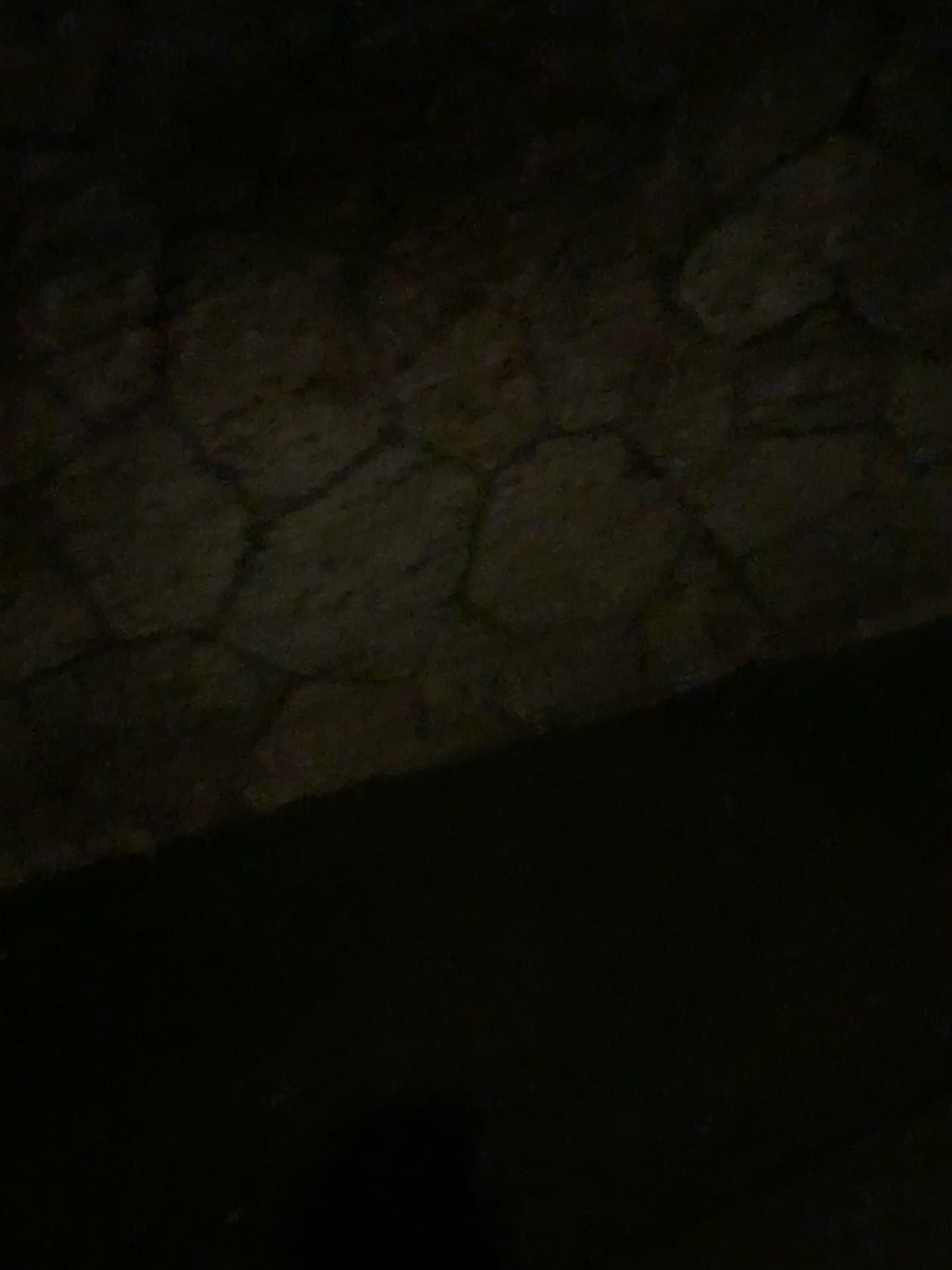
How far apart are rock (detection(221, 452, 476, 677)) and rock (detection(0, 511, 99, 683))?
0.3 meters

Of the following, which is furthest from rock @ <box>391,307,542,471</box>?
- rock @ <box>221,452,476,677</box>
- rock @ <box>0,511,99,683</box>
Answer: rock @ <box>0,511,99,683</box>

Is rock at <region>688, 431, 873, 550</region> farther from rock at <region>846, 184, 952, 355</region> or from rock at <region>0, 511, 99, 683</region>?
rock at <region>0, 511, 99, 683</region>

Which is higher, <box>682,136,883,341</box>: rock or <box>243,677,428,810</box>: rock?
<box>682,136,883,341</box>: rock

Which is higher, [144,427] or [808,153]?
[808,153]

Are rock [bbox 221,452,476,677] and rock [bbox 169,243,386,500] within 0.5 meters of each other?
yes

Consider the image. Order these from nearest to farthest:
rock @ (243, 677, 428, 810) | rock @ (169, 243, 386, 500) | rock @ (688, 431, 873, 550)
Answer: rock @ (169, 243, 386, 500) < rock @ (243, 677, 428, 810) < rock @ (688, 431, 873, 550)

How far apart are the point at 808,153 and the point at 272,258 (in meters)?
1.34

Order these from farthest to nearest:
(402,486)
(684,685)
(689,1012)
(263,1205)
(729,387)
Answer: (684,685)
(729,387)
(402,486)
(689,1012)
(263,1205)

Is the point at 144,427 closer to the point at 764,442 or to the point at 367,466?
the point at 367,466
